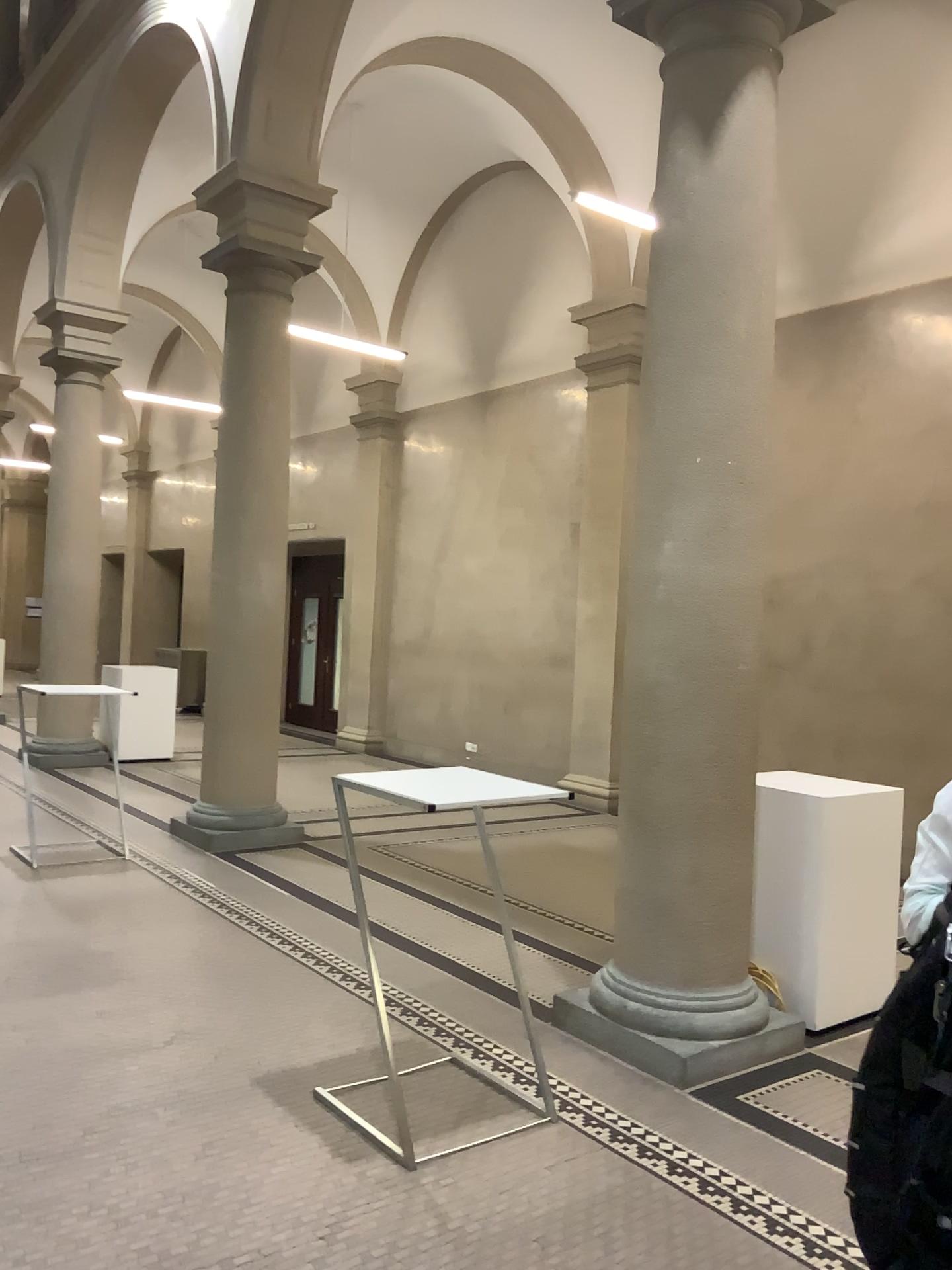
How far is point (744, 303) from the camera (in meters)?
4.03

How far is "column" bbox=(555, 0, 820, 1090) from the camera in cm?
403

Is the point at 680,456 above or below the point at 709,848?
above
